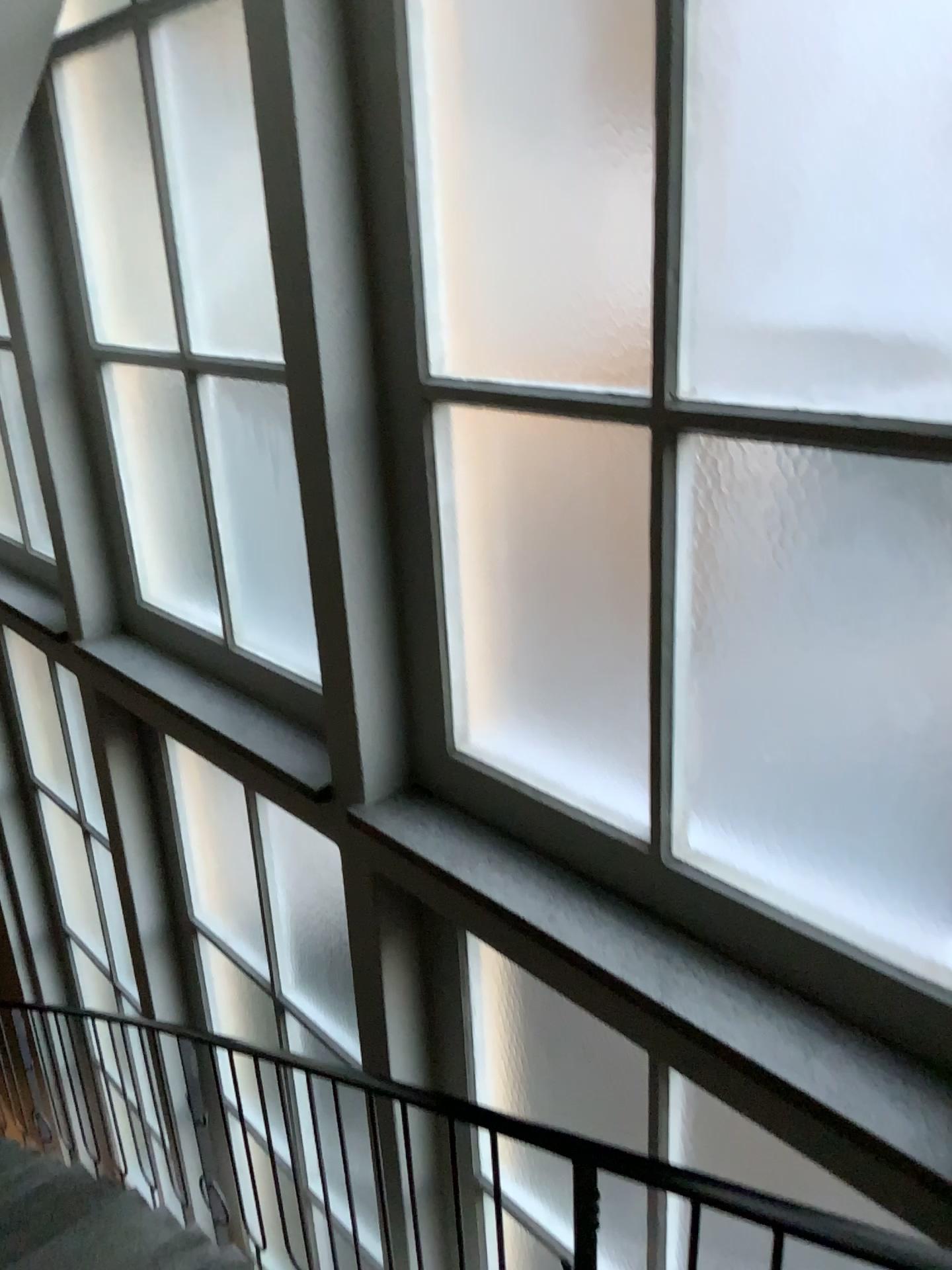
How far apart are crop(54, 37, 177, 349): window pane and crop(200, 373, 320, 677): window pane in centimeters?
44cm

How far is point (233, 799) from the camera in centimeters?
387cm

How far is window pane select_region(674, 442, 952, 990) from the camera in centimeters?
150cm

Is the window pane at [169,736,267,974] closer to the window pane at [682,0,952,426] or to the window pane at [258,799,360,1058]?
the window pane at [258,799,360,1058]

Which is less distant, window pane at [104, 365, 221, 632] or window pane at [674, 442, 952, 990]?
window pane at [674, 442, 952, 990]

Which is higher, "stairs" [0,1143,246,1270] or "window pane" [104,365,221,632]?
"window pane" [104,365,221,632]

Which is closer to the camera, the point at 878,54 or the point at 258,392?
the point at 878,54

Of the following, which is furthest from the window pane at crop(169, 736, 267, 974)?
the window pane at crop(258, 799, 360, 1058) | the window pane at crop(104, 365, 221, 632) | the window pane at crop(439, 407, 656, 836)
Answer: the window pane at crop(439, 407, 656, 836)

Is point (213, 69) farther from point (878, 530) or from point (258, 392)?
point (878, 530)

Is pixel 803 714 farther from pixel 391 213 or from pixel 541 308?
pixel 391 213
